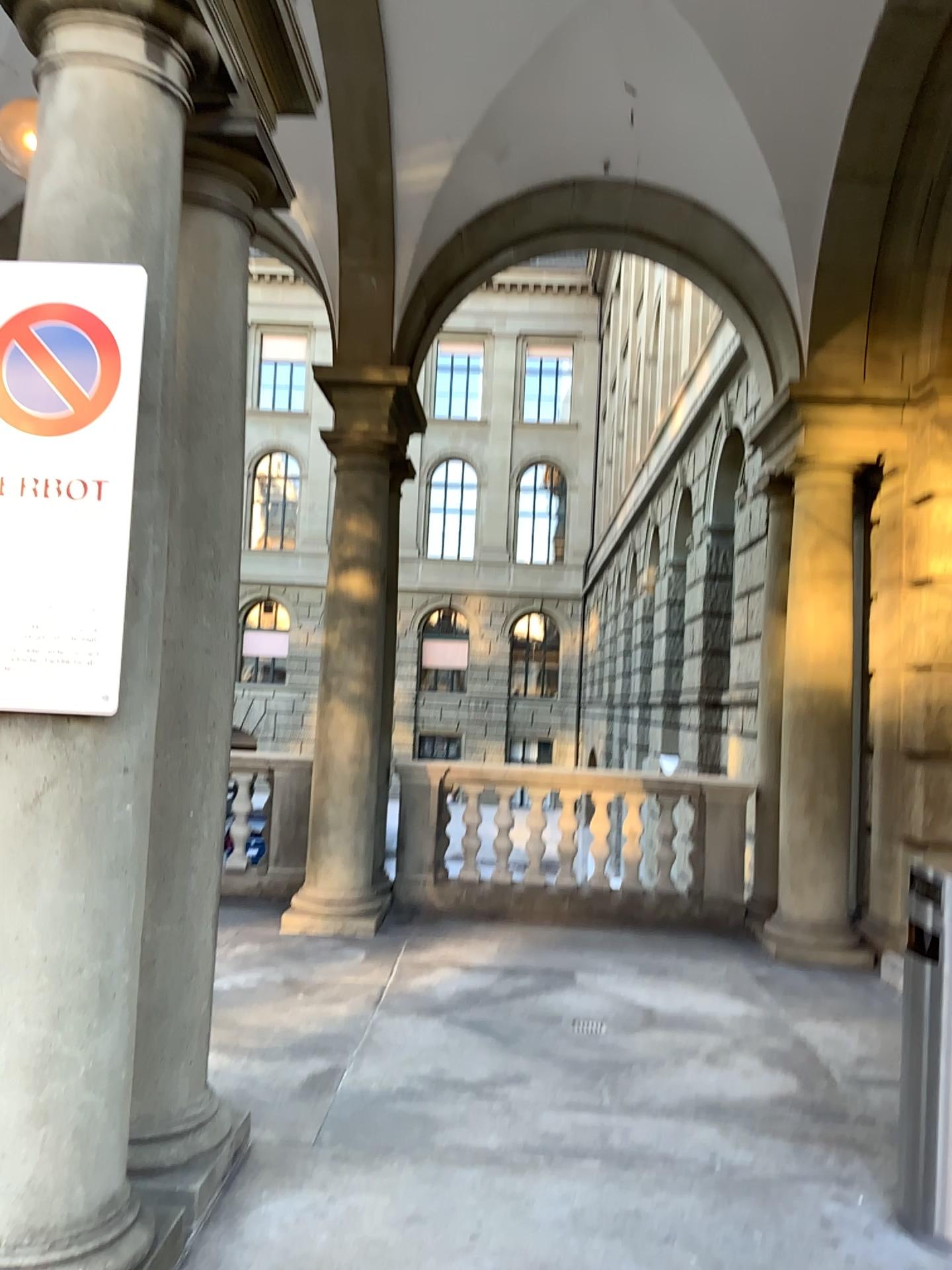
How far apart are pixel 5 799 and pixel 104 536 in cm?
62

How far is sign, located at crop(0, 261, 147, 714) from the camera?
2.3 meters

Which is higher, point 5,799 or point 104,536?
point 104,536

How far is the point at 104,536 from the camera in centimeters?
233cm

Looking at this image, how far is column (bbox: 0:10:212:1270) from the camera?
2.3m

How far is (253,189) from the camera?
3.3m
